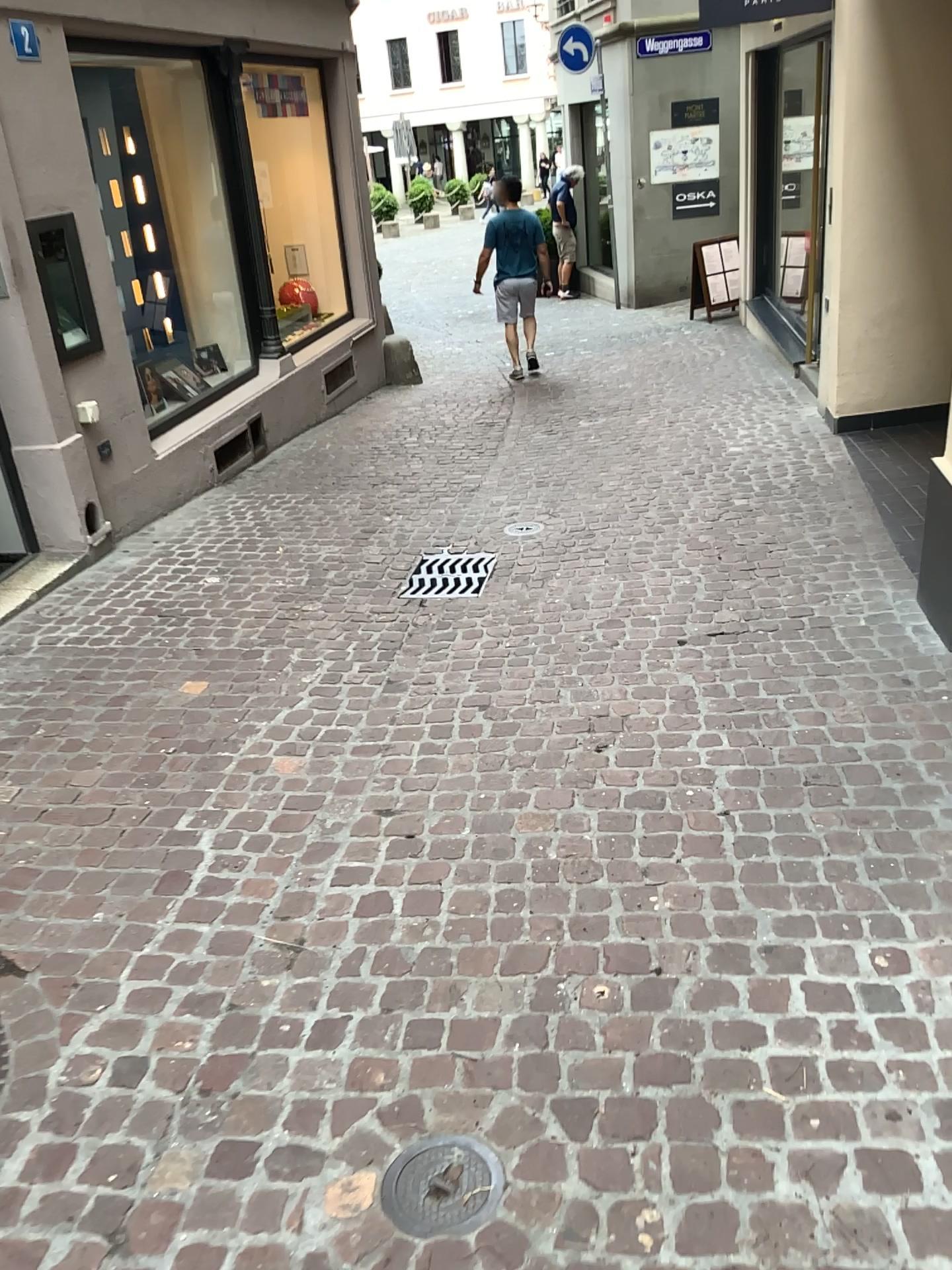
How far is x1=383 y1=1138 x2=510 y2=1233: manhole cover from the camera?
1.7m

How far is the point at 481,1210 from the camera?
1.7m

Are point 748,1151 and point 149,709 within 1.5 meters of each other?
no
